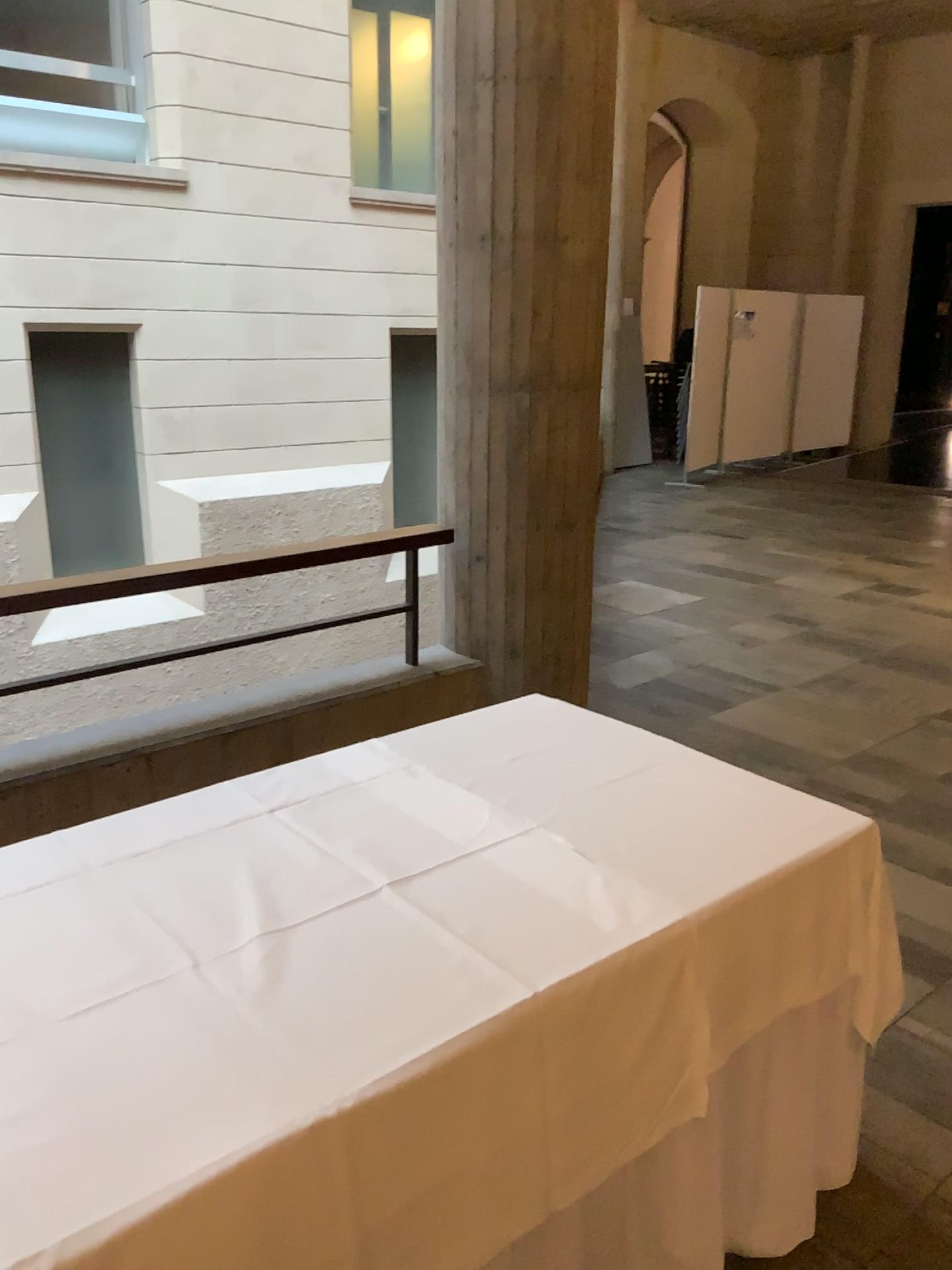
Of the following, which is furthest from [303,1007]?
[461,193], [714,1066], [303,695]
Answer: [461,193]
